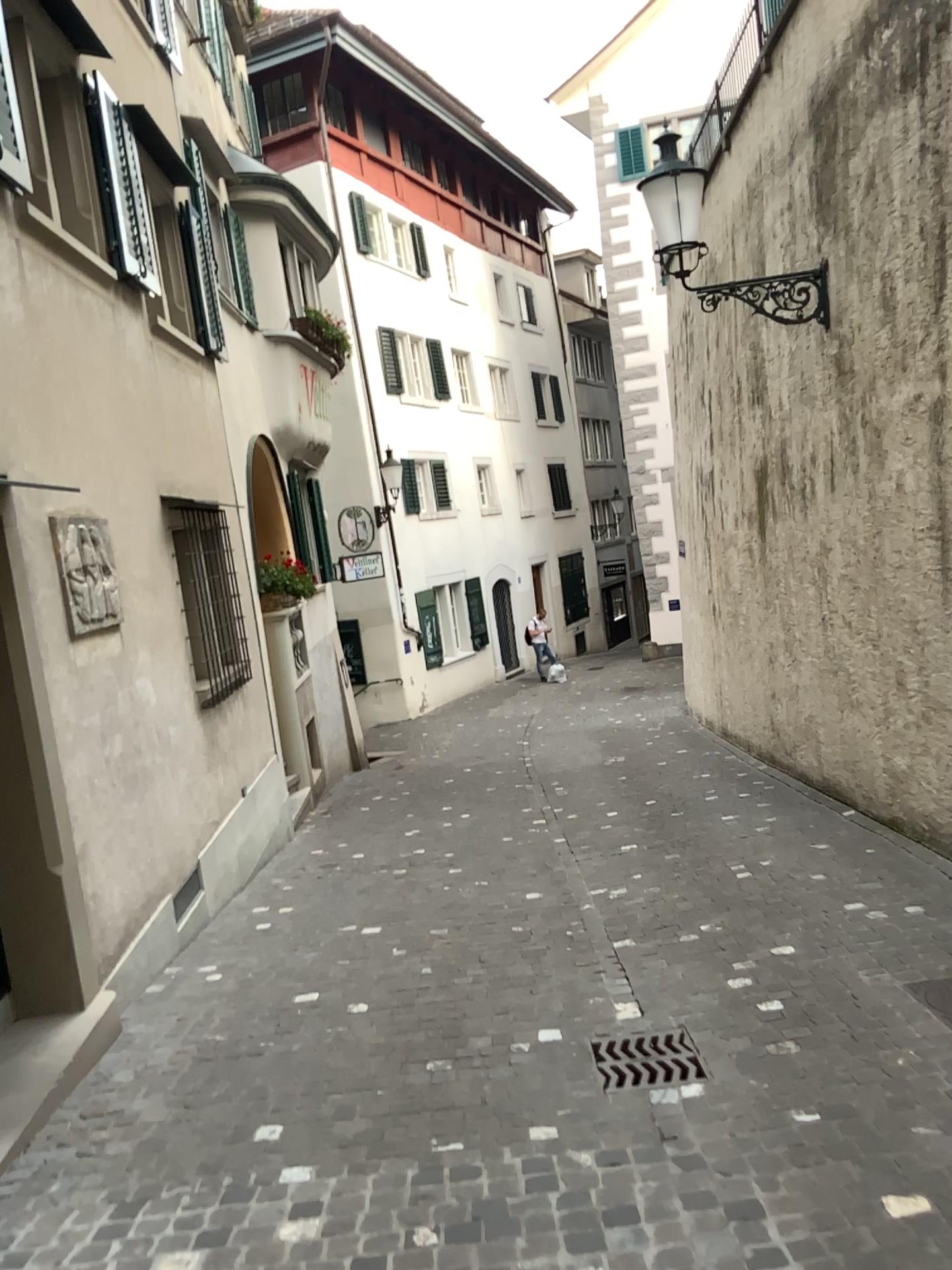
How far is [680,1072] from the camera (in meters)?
3.63

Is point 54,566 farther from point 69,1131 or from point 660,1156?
point 660,1156

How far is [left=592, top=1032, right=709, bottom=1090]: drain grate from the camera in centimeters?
363cm
